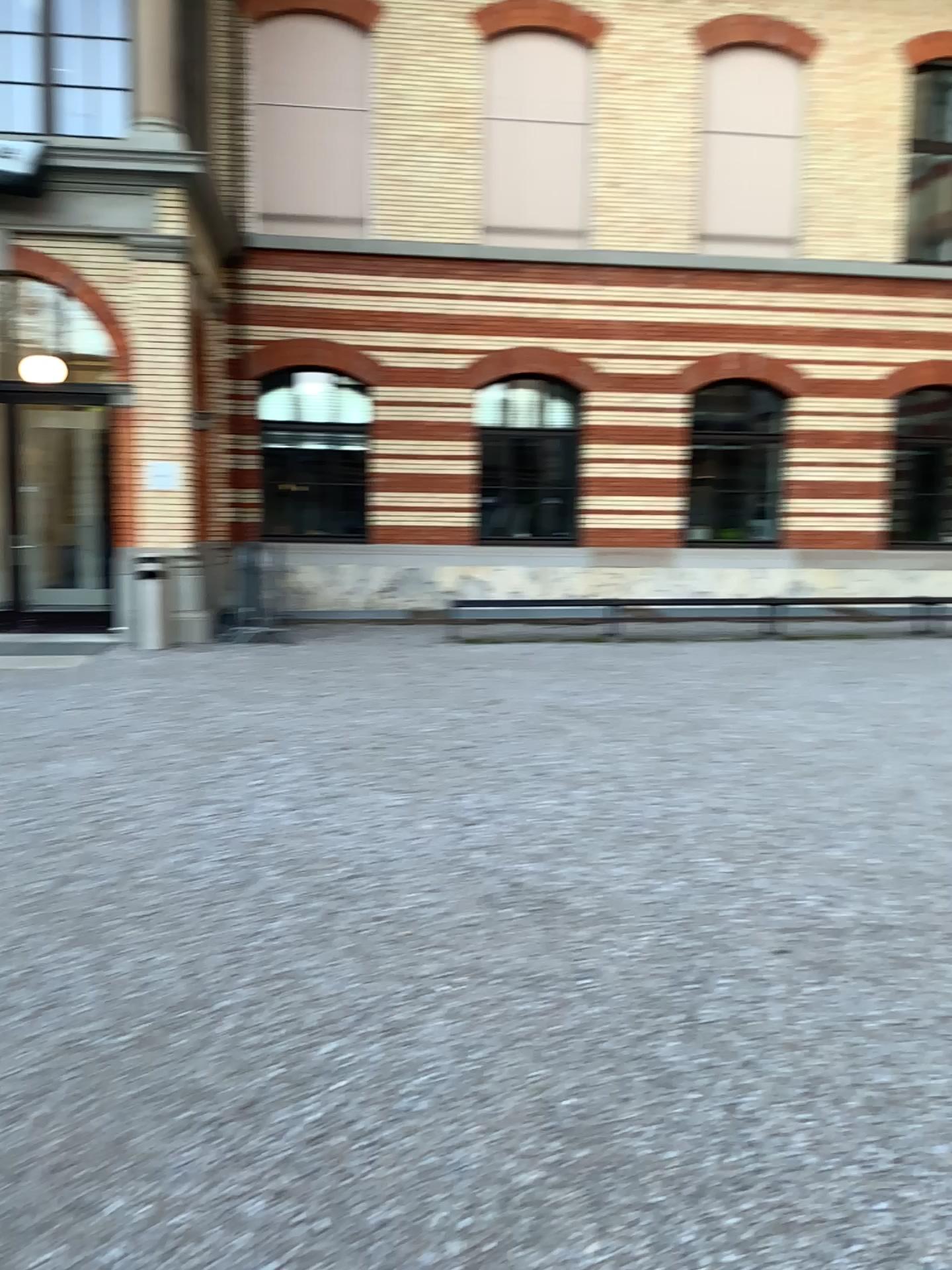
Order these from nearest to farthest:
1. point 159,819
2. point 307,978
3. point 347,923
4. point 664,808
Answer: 1. point 307,978
2. point 347,923
3. point 159,819
4. point 664,808
